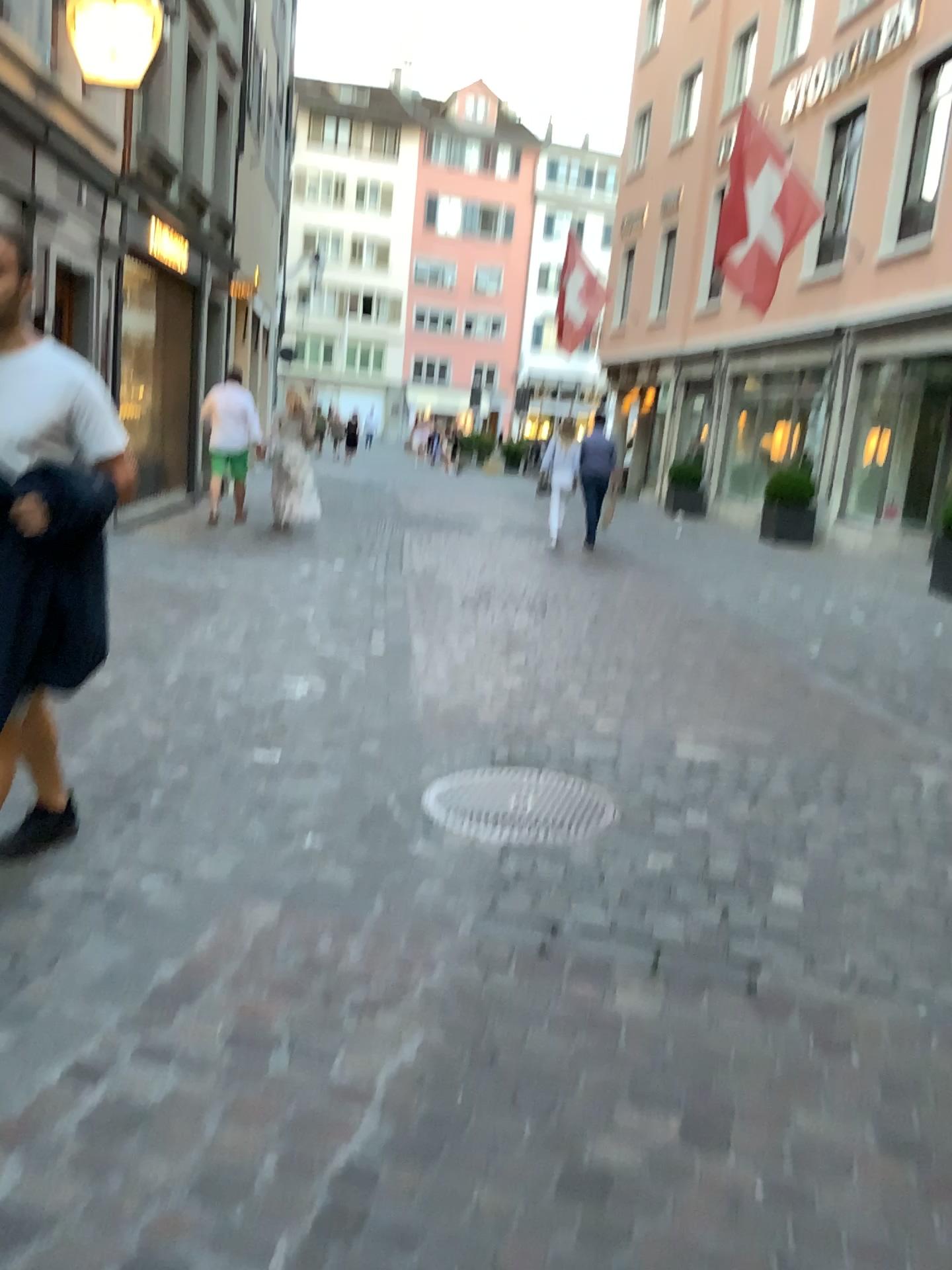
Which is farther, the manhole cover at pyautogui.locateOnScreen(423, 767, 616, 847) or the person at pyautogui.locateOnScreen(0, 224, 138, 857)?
the manhole cover at pyautogui.locateOnScreen(423, 767, 616, 847)

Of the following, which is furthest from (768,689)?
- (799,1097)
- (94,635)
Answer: (94,635)

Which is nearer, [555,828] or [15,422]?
[15,422]

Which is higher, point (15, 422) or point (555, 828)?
point (15, 422)

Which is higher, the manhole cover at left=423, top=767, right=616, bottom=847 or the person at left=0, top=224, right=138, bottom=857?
the person at left=0, top=224, right=138, bottom=857

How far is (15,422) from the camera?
2.52m

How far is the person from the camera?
2.52m
